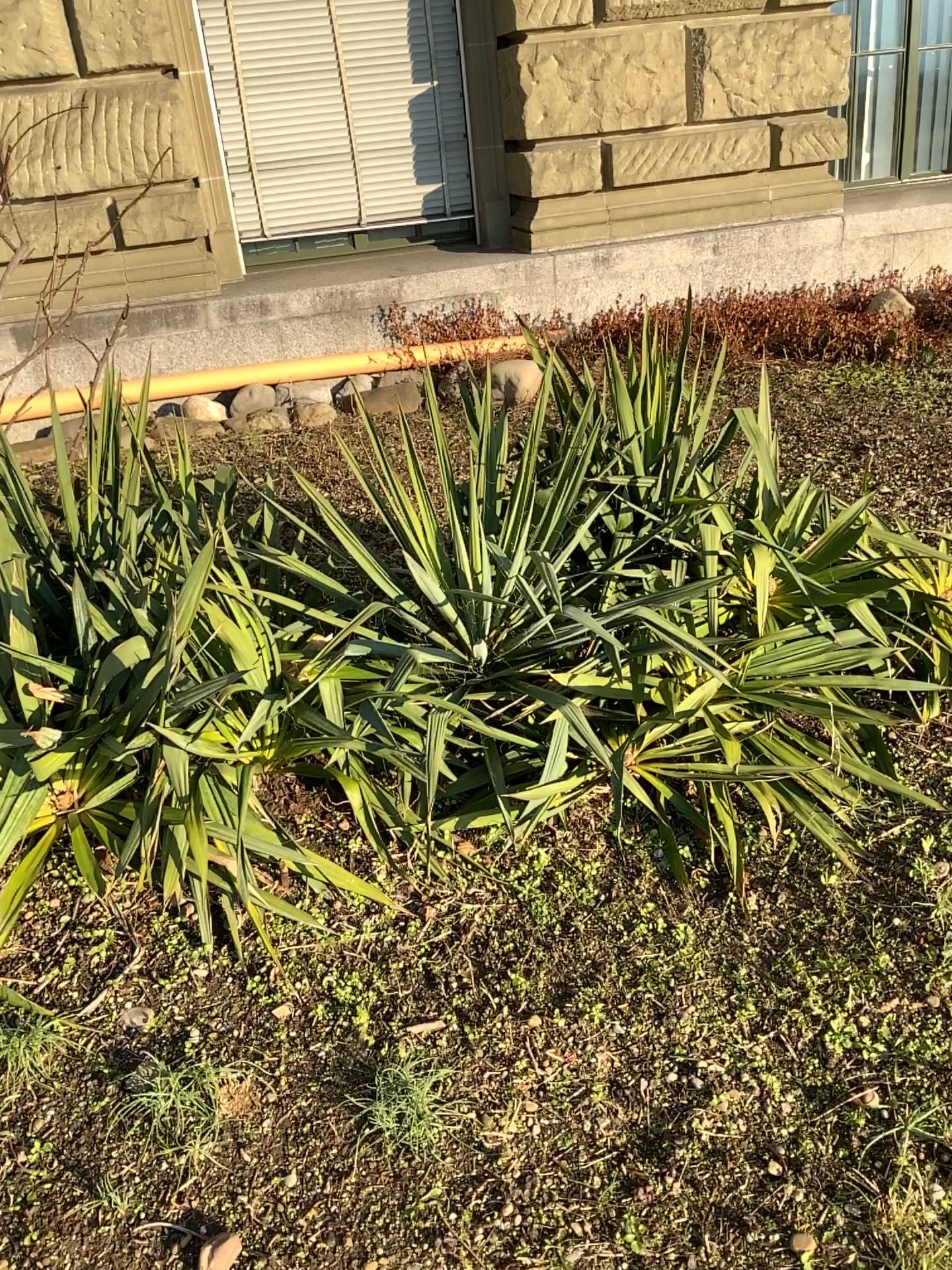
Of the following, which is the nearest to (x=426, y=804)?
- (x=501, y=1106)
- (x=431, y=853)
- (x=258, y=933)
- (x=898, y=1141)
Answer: (x=431, y=853)
